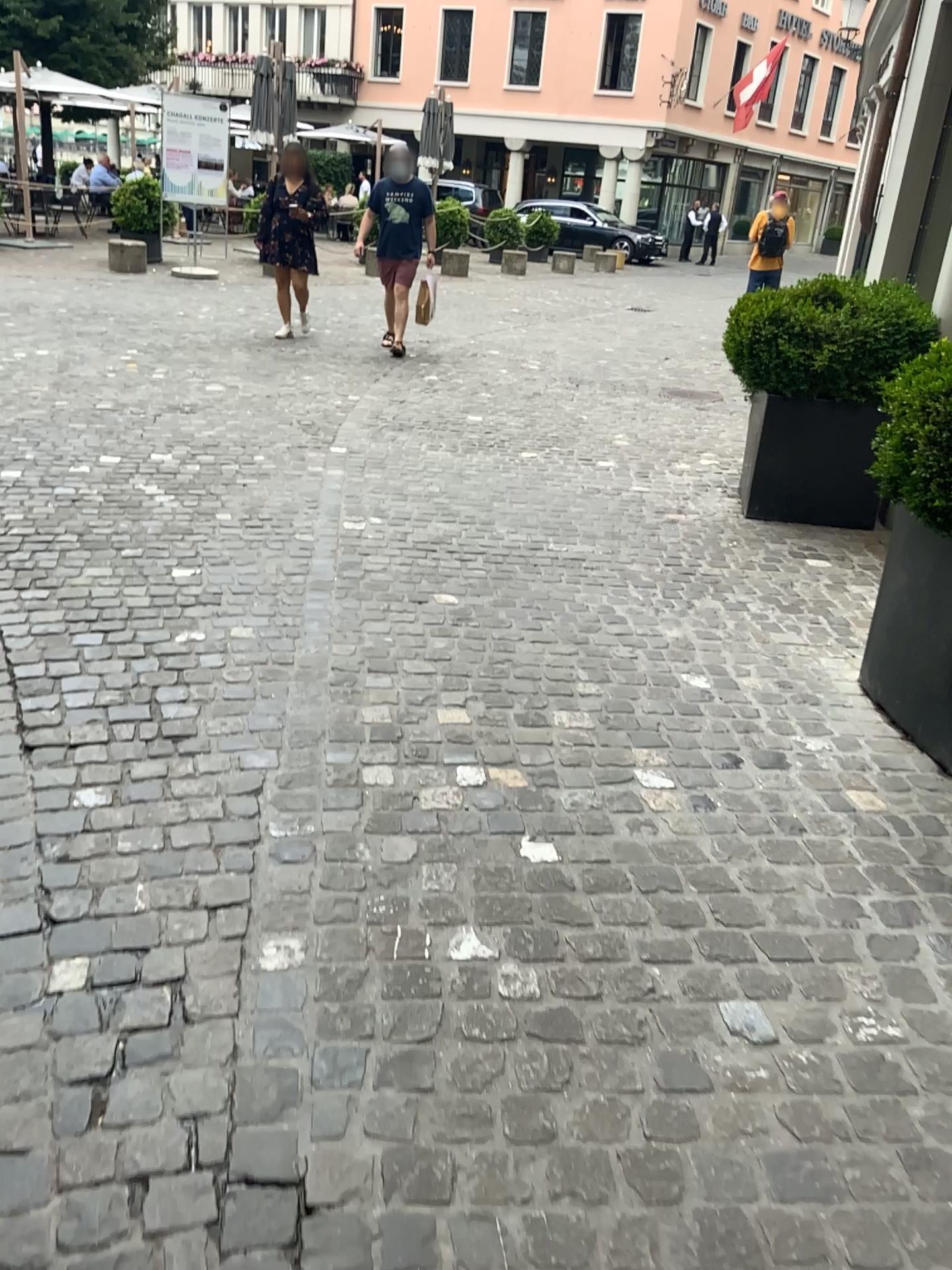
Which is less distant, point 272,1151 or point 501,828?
point 272,1151
